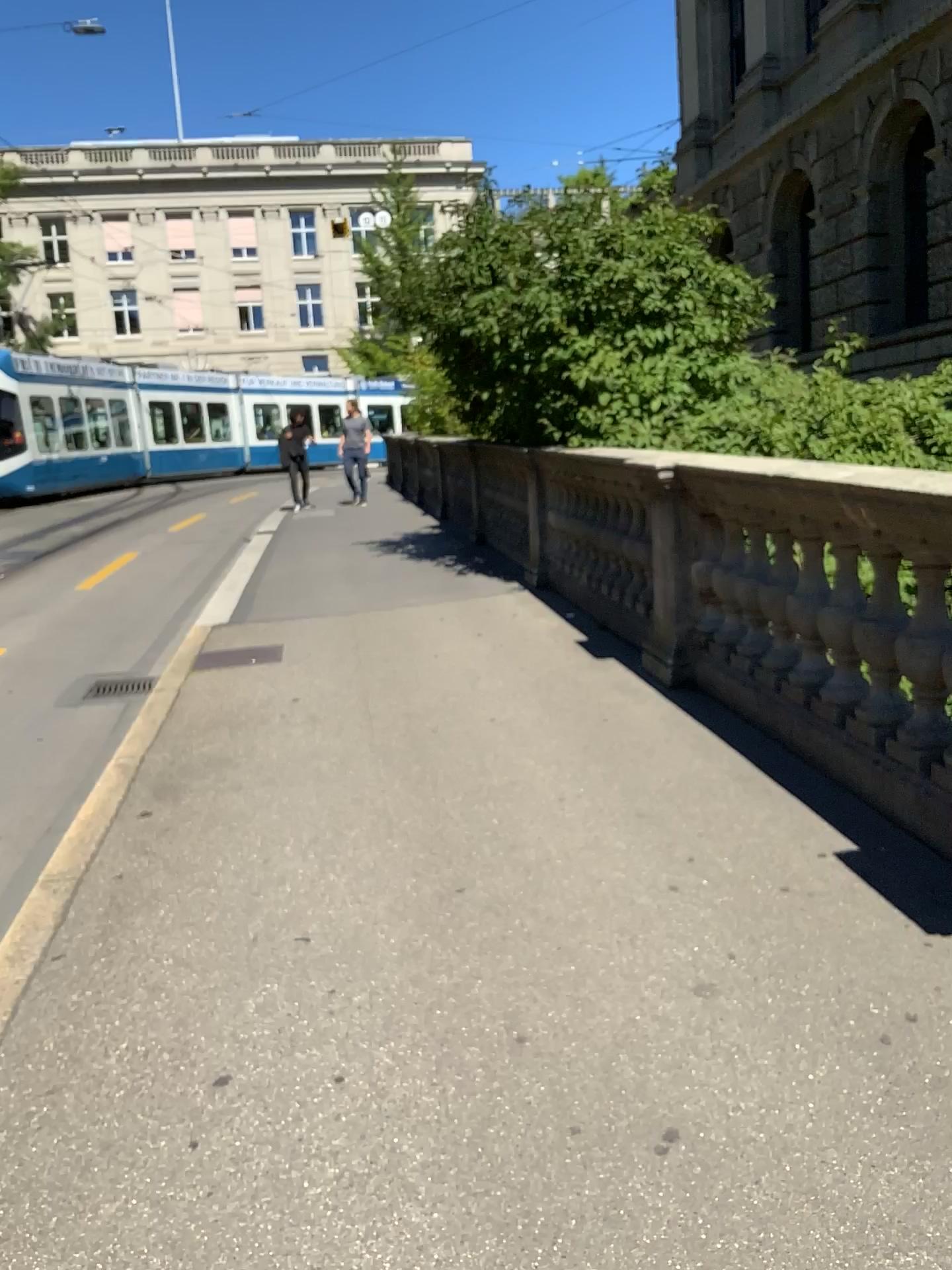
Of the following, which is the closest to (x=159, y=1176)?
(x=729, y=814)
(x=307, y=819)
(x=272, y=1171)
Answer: (x=272, y=1171)
